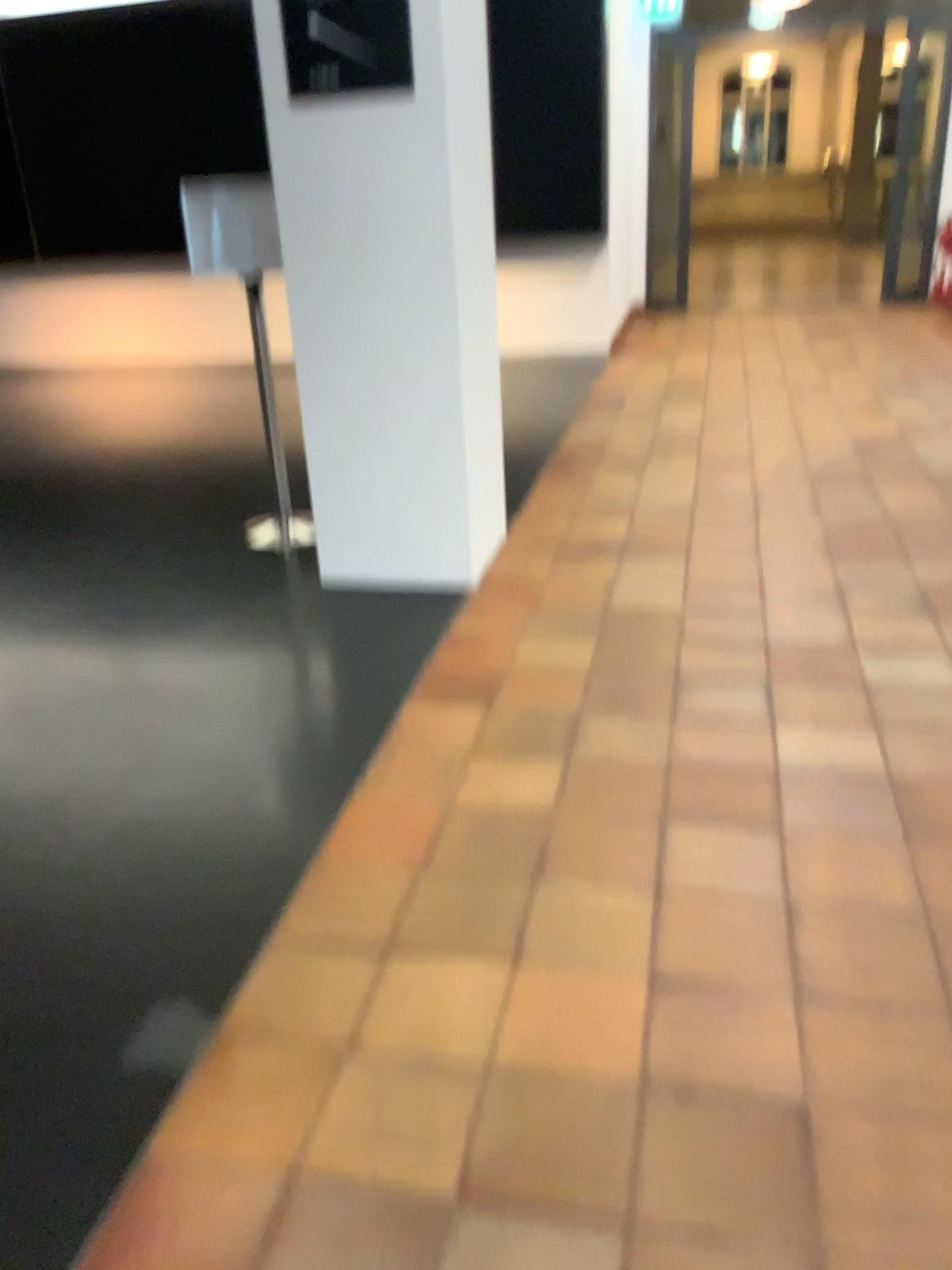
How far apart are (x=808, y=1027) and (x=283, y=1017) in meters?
0.9 m
